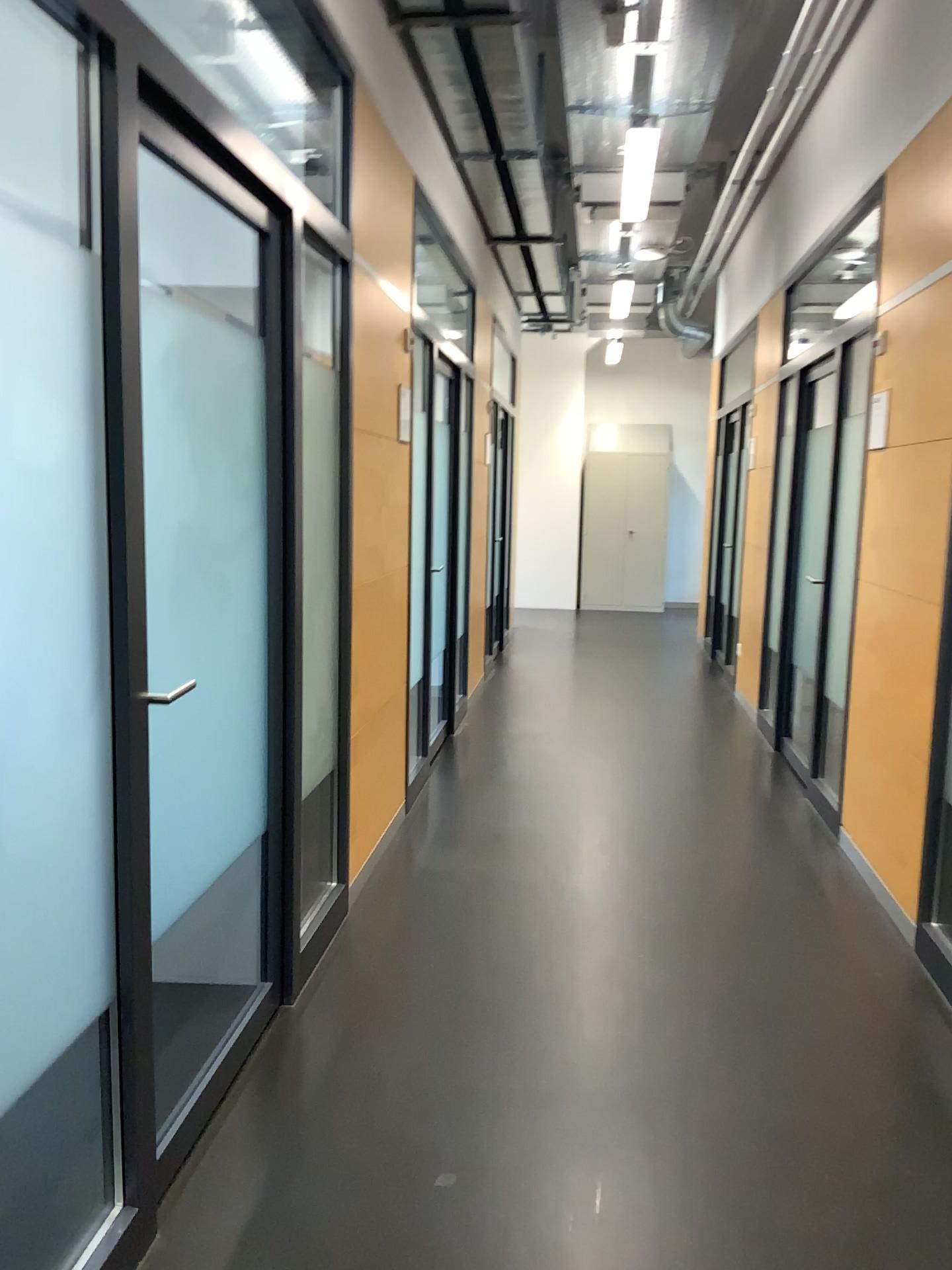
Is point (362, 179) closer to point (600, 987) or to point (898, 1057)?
point (600, 987)
